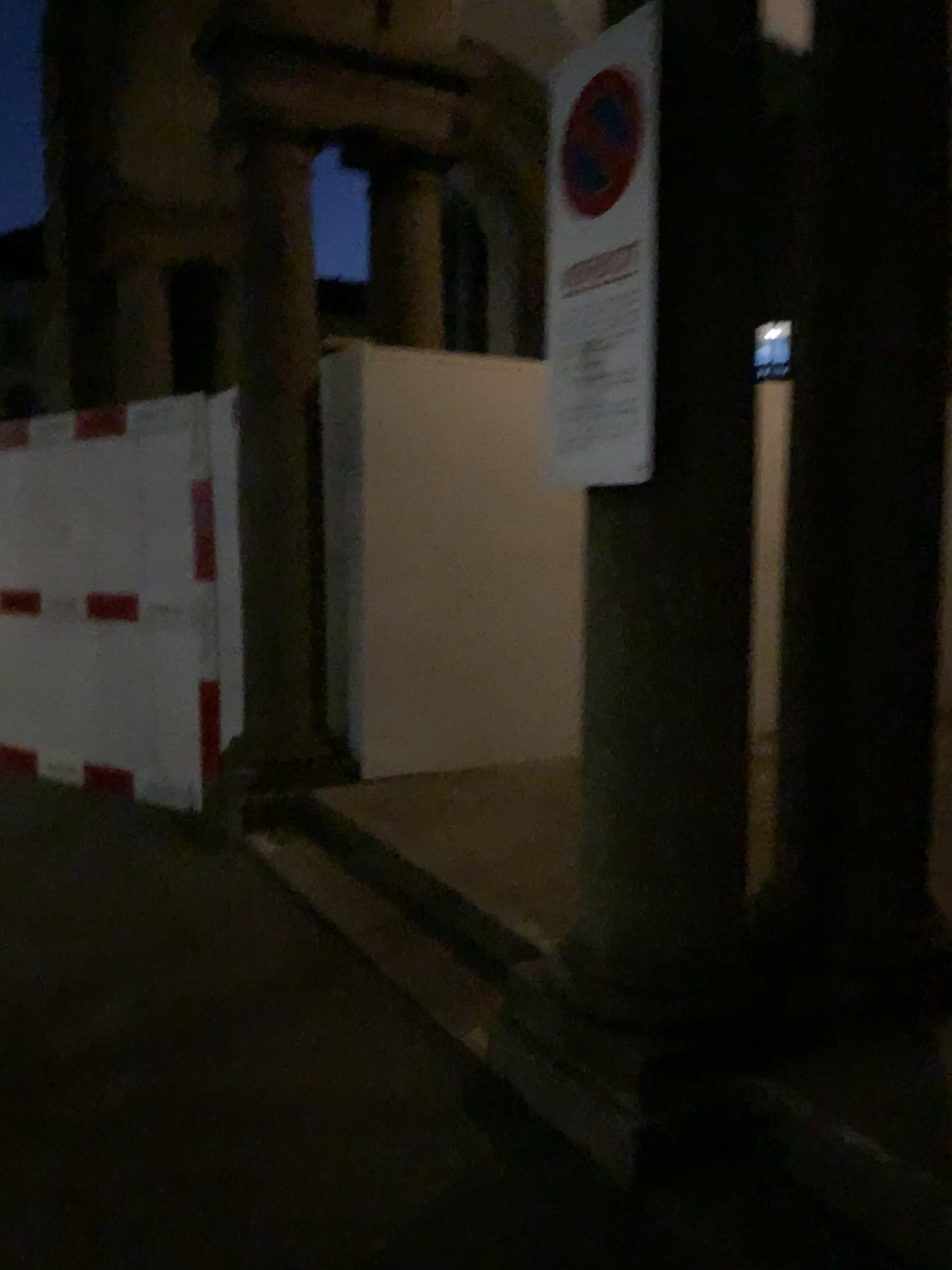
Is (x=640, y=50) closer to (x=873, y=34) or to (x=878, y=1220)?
(x=873, y=34)

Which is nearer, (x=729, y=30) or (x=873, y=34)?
(x=729, y=30)

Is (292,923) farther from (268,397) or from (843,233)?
(843,233)

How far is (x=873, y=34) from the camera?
2.65m

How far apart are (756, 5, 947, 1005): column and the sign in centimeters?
63cm

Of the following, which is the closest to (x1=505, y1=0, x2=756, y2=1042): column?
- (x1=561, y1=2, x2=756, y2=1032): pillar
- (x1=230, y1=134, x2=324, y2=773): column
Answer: (x1=561, y1=2, x2=756, y2=1032): pillar

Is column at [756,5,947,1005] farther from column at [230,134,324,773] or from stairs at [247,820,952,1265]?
column at [230,134,324,773]

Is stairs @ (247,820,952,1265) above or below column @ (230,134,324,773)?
below

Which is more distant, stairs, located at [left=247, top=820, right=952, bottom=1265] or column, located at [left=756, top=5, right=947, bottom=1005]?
column, located at [left=756, top=5, right=947, bottom=1005]

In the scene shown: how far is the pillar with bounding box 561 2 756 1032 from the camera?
2.3m
